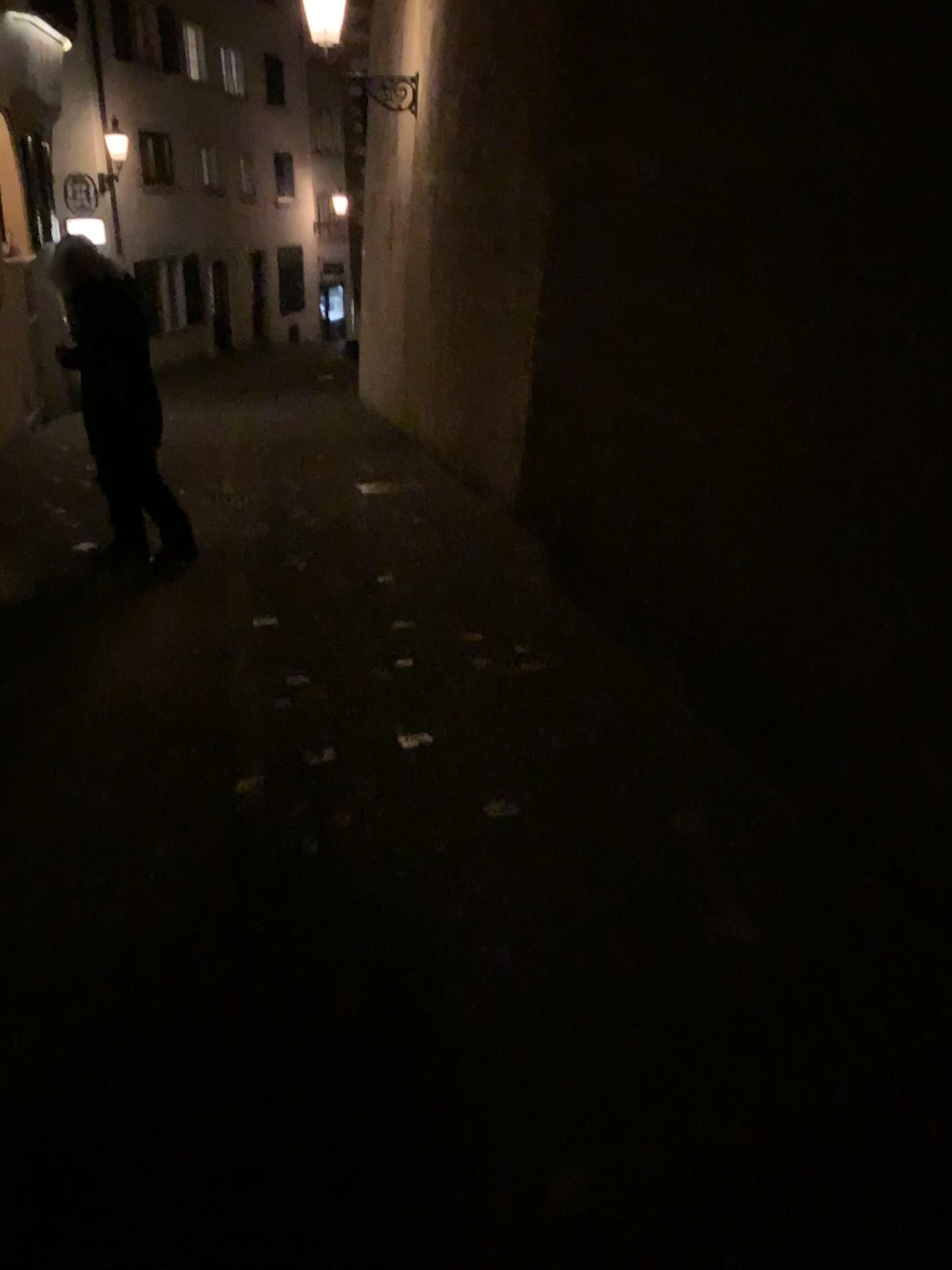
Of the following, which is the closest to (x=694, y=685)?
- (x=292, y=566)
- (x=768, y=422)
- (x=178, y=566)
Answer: (x=768, y=422)
